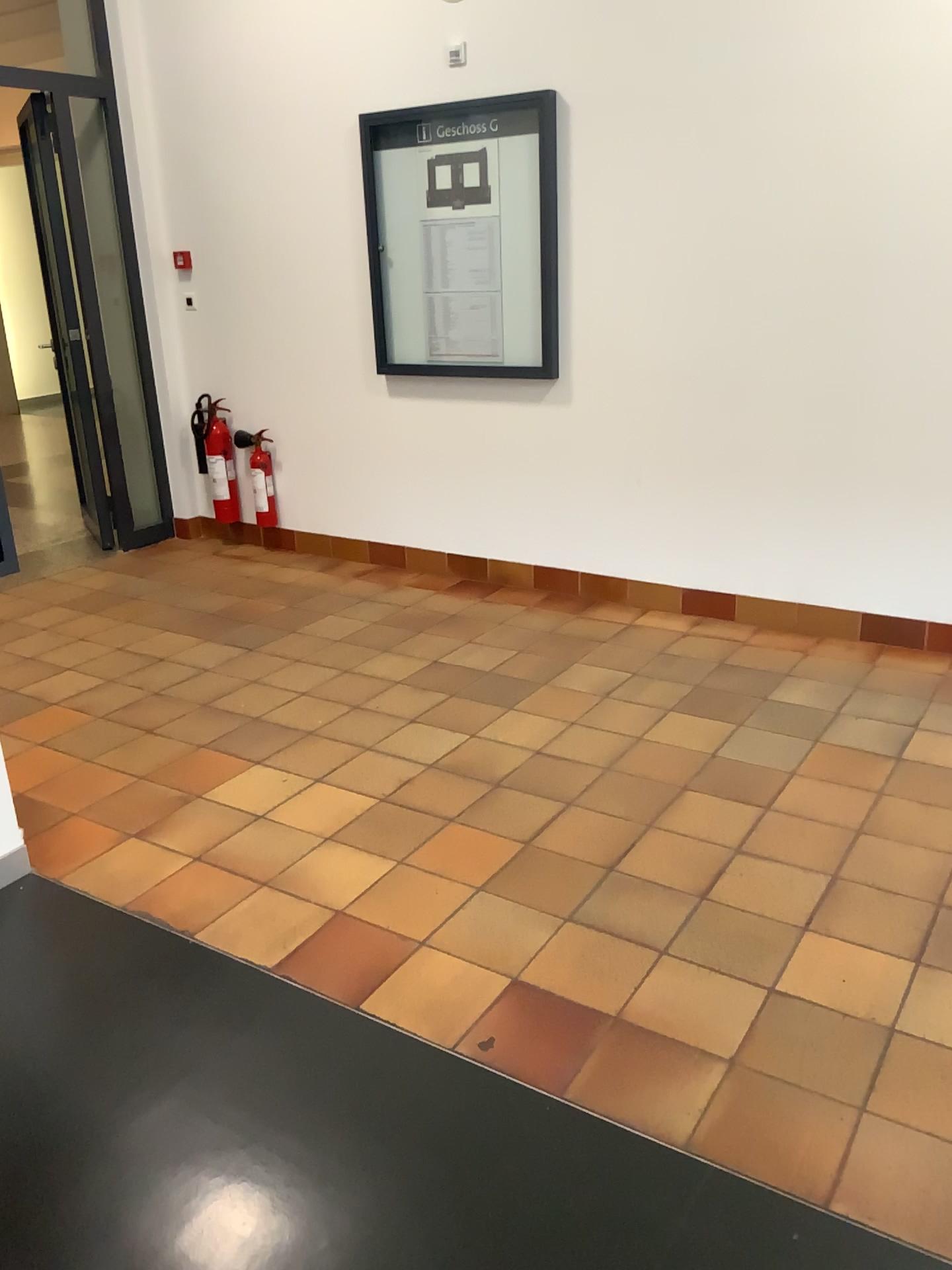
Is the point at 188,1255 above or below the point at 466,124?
below

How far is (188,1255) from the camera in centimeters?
171cm

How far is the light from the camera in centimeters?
171cm

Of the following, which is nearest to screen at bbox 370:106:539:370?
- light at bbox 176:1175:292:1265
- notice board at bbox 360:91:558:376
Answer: notice board at bbox 360:91:558:376

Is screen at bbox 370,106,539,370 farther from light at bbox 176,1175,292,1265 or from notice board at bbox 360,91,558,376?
light at bbox 176,1175,292,1265

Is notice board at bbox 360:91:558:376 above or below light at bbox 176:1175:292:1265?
above

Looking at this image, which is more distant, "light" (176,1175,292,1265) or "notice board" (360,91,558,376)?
"notice board" (360,91,558,376)

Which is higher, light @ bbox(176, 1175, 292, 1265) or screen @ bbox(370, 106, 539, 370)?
screen @ bbox(370, 106, 539, 370)

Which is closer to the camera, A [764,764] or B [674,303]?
A [764,764]

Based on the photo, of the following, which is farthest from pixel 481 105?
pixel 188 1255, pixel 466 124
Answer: pixel 188 1255
